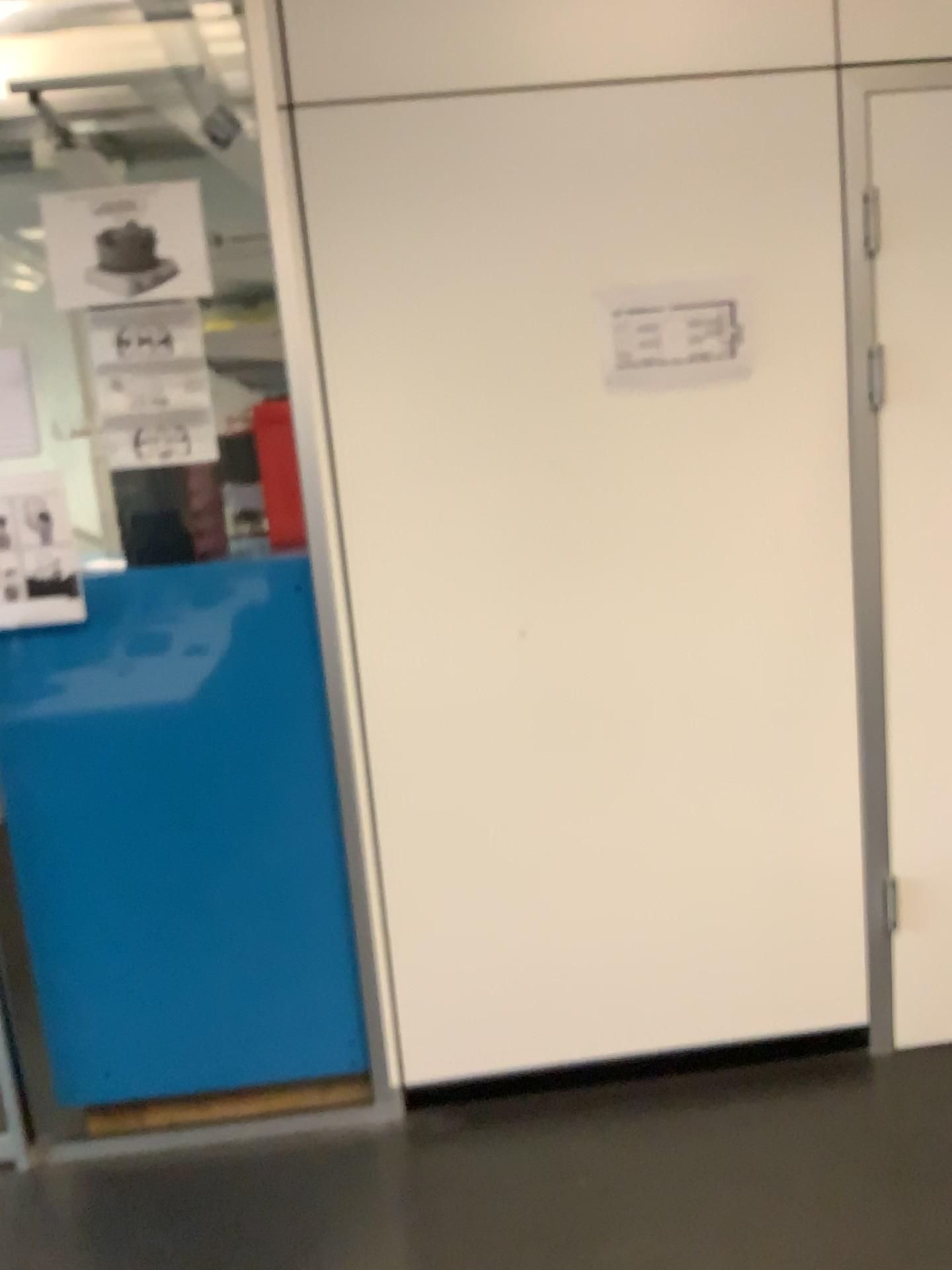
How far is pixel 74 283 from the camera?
2.0 meters

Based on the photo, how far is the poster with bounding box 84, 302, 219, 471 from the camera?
2.06m

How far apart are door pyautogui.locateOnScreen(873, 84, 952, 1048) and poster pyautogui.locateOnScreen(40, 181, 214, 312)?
1.34m

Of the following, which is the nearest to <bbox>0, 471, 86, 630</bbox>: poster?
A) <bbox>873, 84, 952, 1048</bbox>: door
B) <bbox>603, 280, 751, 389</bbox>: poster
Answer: <bbox>603, 280, 751, 389</bbox>: poster

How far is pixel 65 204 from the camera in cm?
201

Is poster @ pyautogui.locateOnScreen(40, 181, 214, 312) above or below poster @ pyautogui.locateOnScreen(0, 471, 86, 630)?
above

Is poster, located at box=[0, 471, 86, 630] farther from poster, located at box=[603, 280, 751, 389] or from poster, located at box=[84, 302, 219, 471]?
poster, located at box=[603, 280, 751, 389]

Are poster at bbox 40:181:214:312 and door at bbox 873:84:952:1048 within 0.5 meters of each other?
no

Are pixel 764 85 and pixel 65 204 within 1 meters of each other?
no

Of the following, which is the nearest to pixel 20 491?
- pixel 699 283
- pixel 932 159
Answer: pixel 699 283
